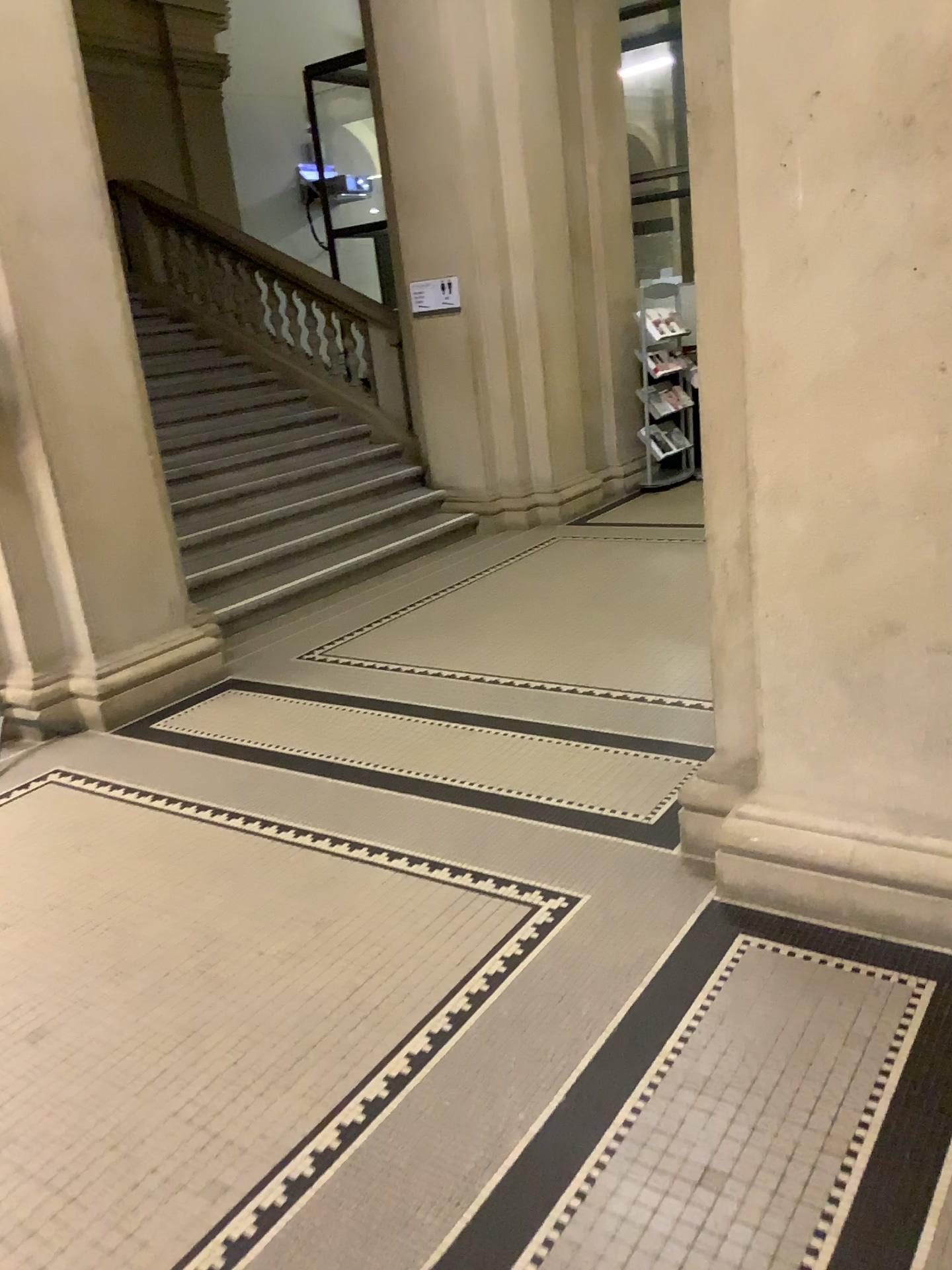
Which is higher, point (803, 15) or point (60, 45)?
point (60, 45)

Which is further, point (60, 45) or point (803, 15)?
point (60, 45)

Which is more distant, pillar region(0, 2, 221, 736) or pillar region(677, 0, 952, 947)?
pillar region(0, 2, 221, 736)

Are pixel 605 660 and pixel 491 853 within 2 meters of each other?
yes
